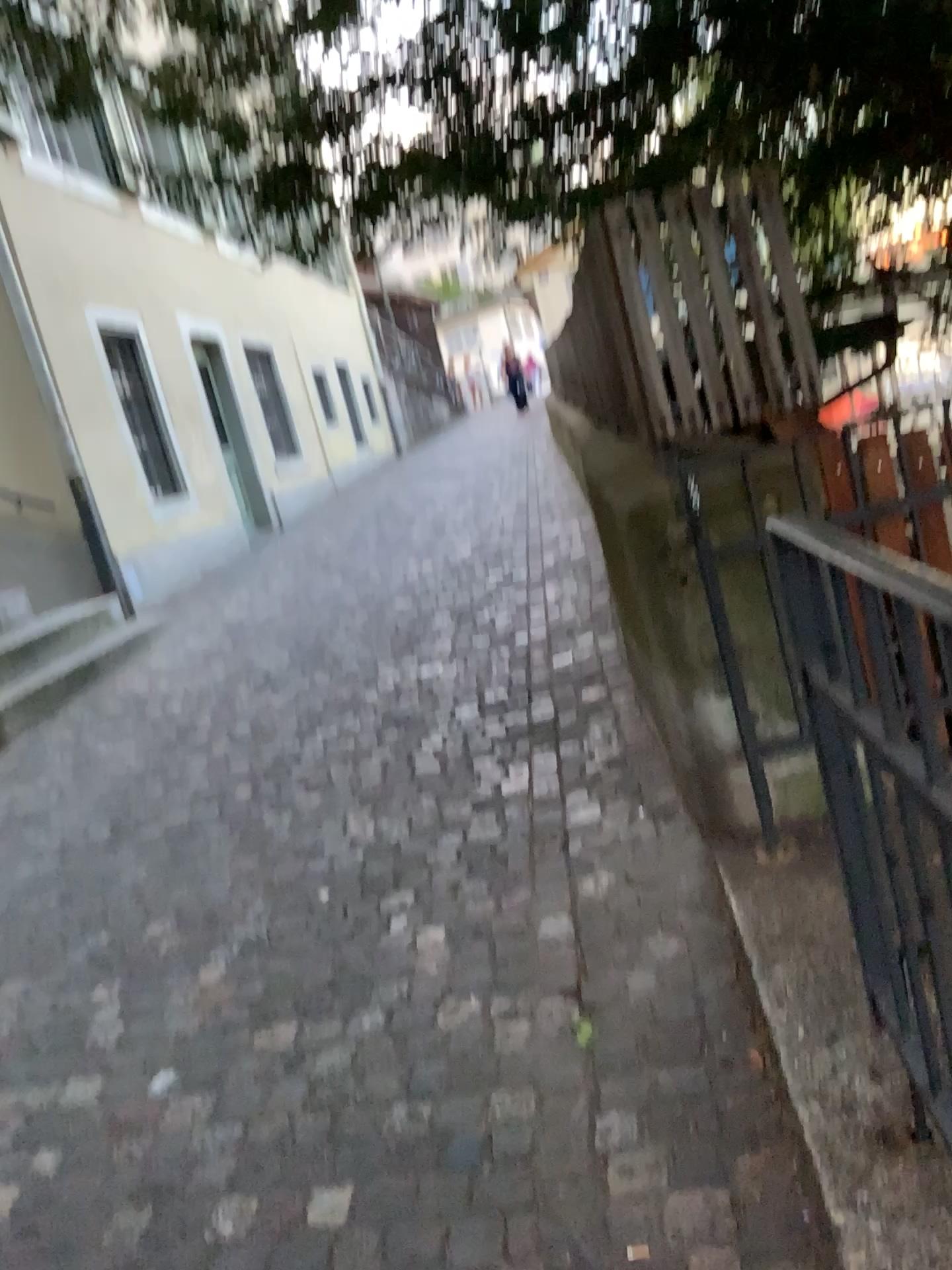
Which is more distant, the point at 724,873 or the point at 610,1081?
the point at 724,873
